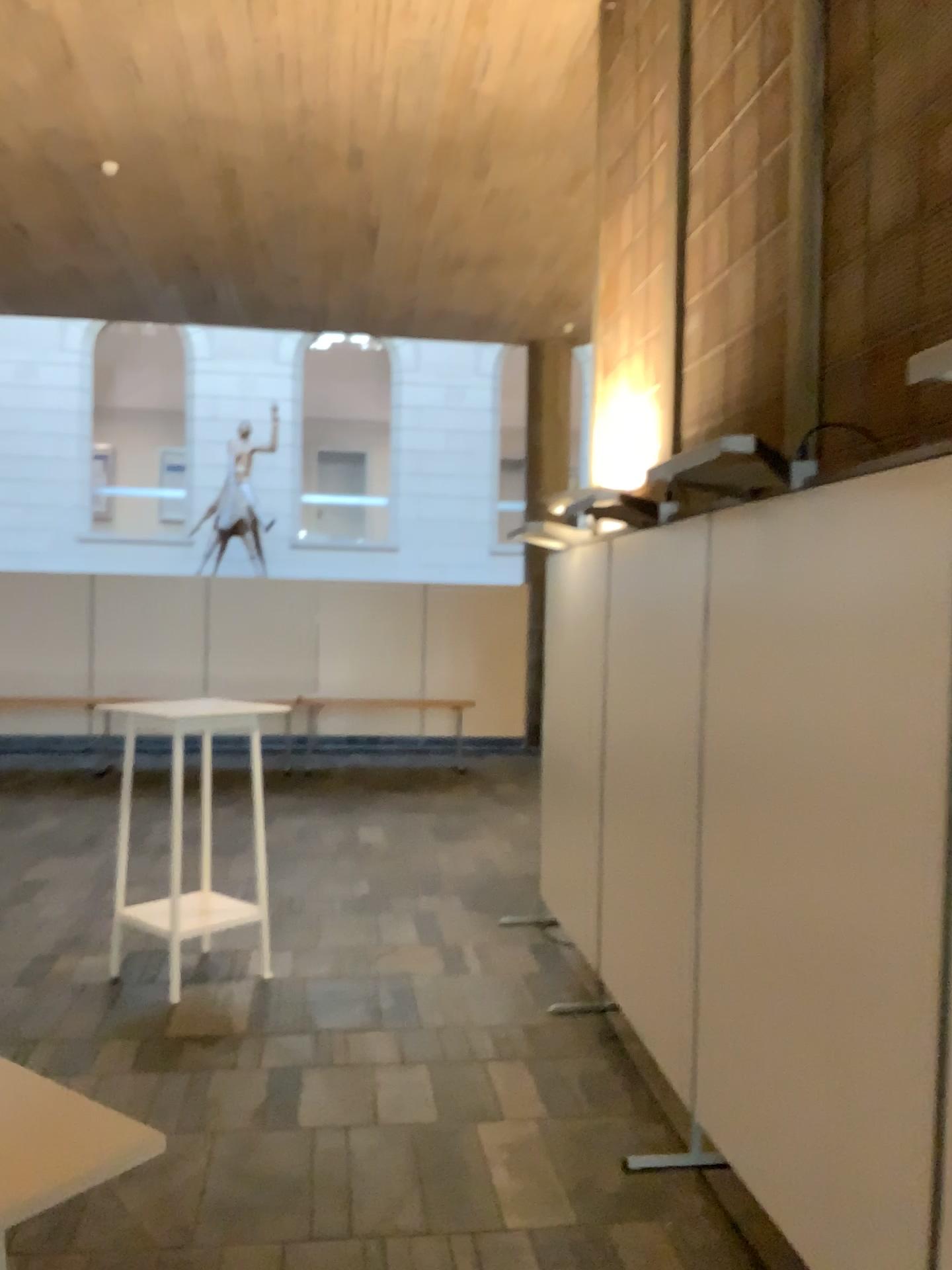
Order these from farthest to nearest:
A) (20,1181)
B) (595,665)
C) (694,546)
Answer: (595,665) → (694,546) → (20,1181)

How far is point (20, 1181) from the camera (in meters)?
0.83

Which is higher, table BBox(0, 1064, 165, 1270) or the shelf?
Result: table BBox(0, 1064, 165, 1270)

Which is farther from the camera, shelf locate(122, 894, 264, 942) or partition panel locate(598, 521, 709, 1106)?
shelf locate(122, 894, 264, 942)

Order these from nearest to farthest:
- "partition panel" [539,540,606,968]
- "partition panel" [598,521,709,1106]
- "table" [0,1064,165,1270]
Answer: "table" [0,1064,165,1270] < "partition panel" [598,521,709,1106] < "partition panel" [539,540,606,968]

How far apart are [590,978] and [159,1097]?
1.8m

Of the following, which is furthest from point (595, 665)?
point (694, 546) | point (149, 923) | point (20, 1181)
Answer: point (20, 1181)

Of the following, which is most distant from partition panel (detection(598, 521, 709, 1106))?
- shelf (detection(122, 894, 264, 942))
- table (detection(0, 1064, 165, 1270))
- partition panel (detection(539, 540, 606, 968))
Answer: table (detection(0, 1064, 165, 1270))

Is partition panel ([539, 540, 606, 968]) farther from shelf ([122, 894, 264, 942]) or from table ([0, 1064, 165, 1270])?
table ([0, 1064, 165, 1270])

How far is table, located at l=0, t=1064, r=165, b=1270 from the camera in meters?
0.8 m
